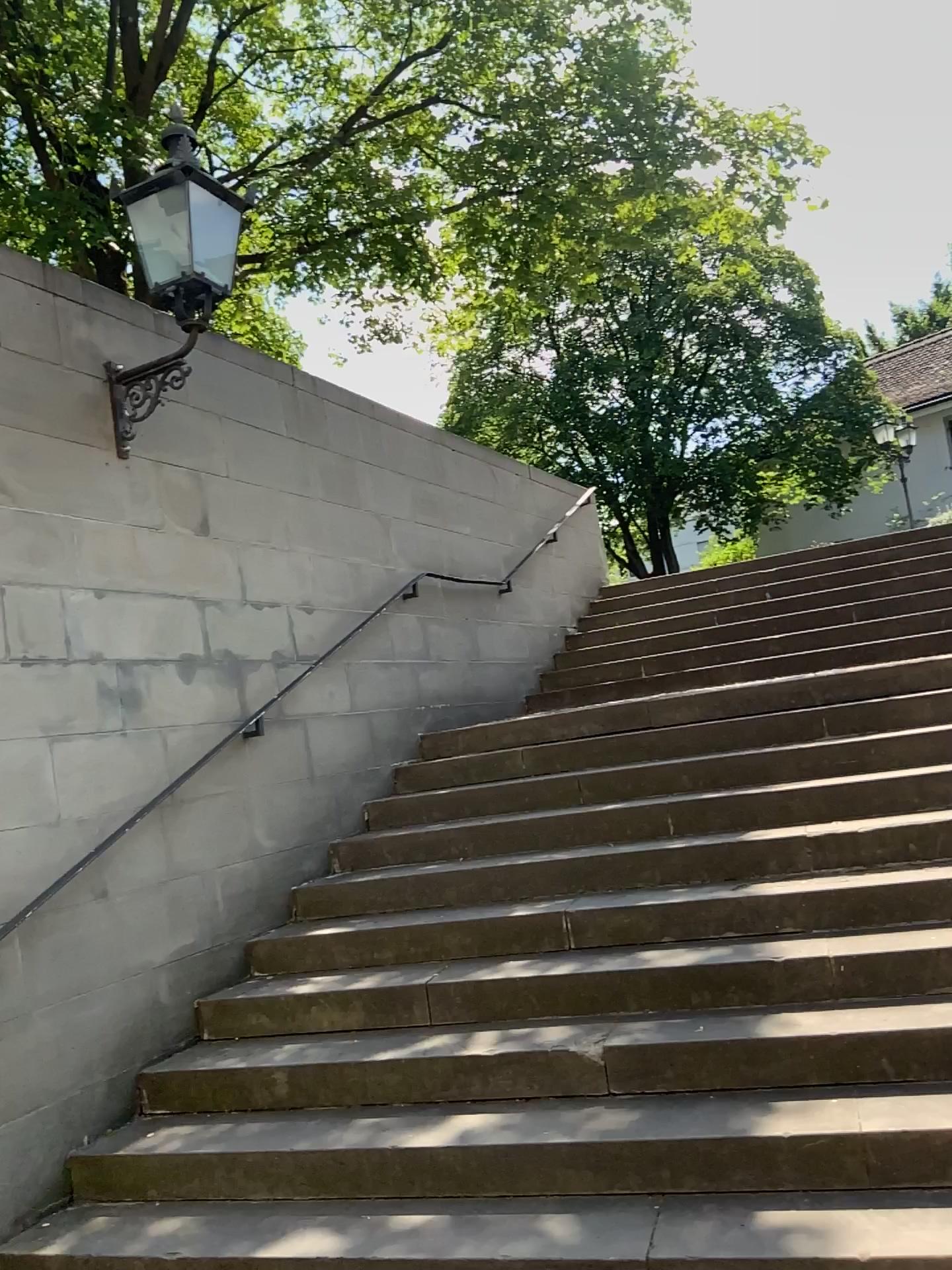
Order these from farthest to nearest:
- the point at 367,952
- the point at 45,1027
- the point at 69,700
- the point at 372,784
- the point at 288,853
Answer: the point at 372,784, the point at 288,853, the point at 367,952, the point at 69,700, the point at 45,1027
